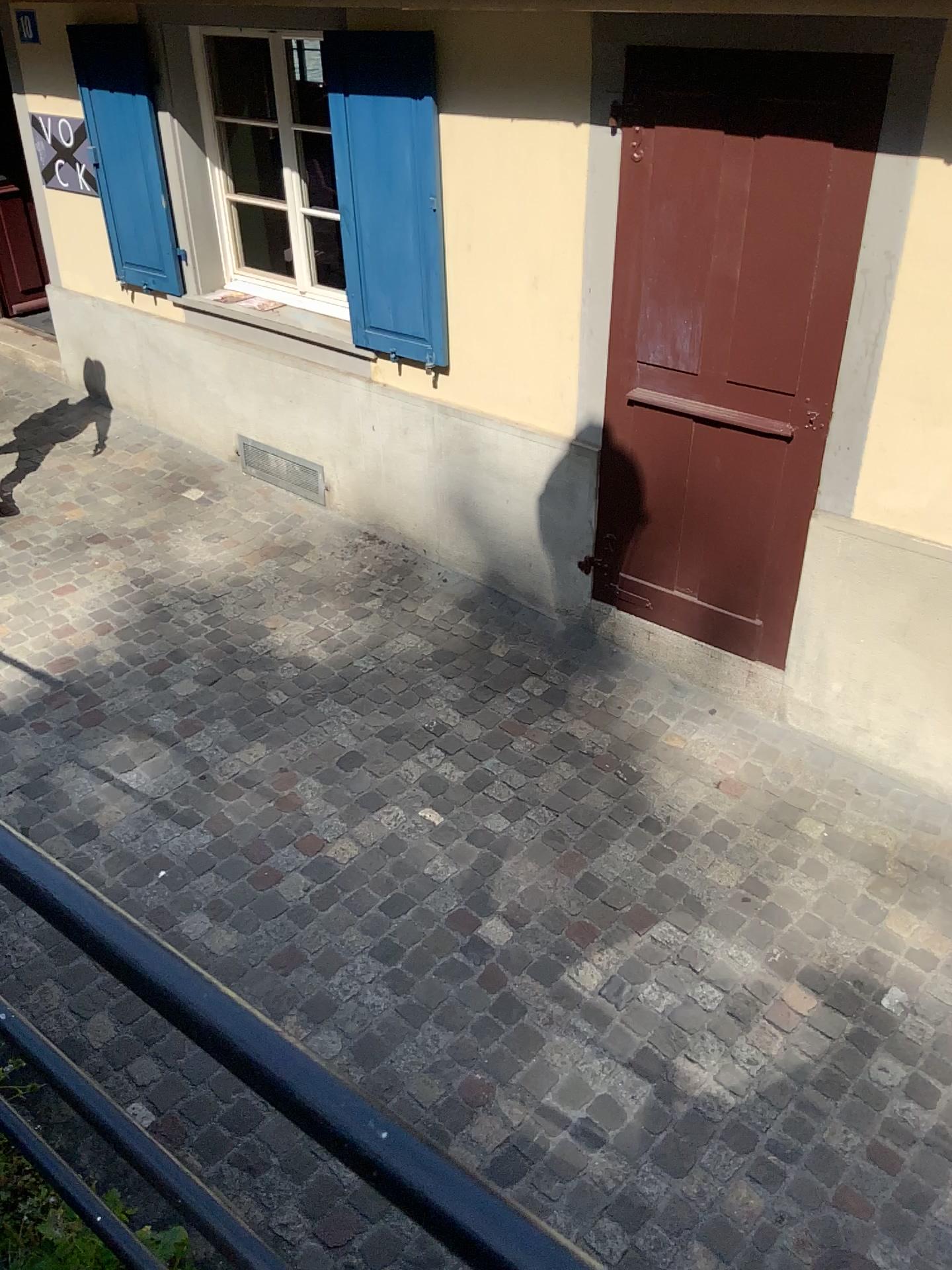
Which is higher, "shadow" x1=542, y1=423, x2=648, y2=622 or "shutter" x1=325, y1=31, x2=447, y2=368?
"shutter" x1=325, y1=31, x2=447, y2=368

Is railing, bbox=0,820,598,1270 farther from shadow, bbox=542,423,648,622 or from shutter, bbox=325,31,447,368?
shutter, bbox=325,31,447,368

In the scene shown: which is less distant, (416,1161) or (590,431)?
(416,1161)

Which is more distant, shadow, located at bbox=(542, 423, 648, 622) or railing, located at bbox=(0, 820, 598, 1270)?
shadow, located at bbox=(542, 423, 648, 622)

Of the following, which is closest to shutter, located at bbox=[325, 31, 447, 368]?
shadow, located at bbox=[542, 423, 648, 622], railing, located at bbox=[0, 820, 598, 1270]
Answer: shadow, located at bbox=[542, 423, 648, 622]

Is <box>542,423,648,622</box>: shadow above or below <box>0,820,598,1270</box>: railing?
below

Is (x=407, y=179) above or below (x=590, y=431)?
above

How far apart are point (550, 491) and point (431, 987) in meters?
2.1 m

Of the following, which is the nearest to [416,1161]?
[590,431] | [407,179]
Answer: [590,431]
